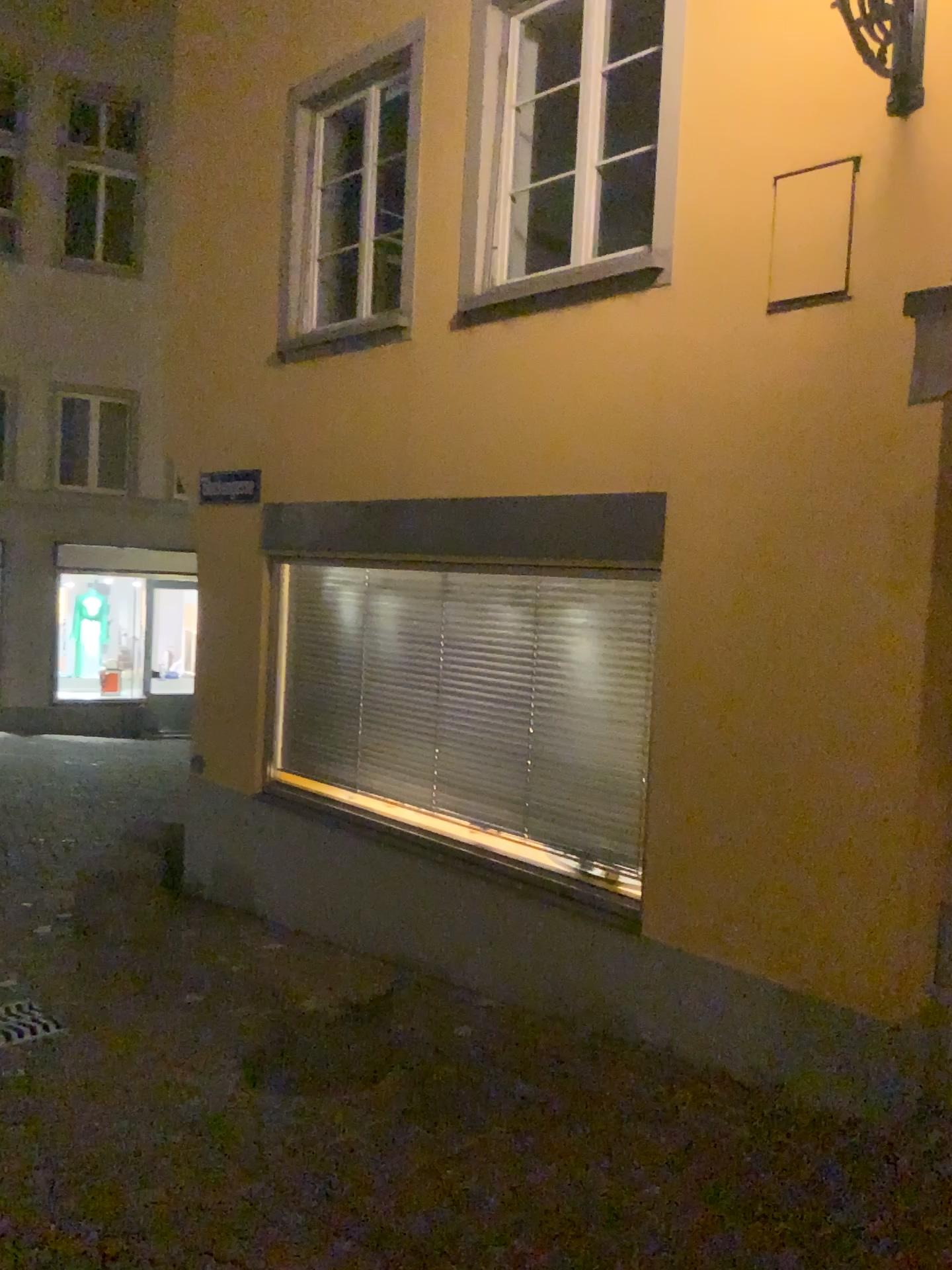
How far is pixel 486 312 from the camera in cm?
514
